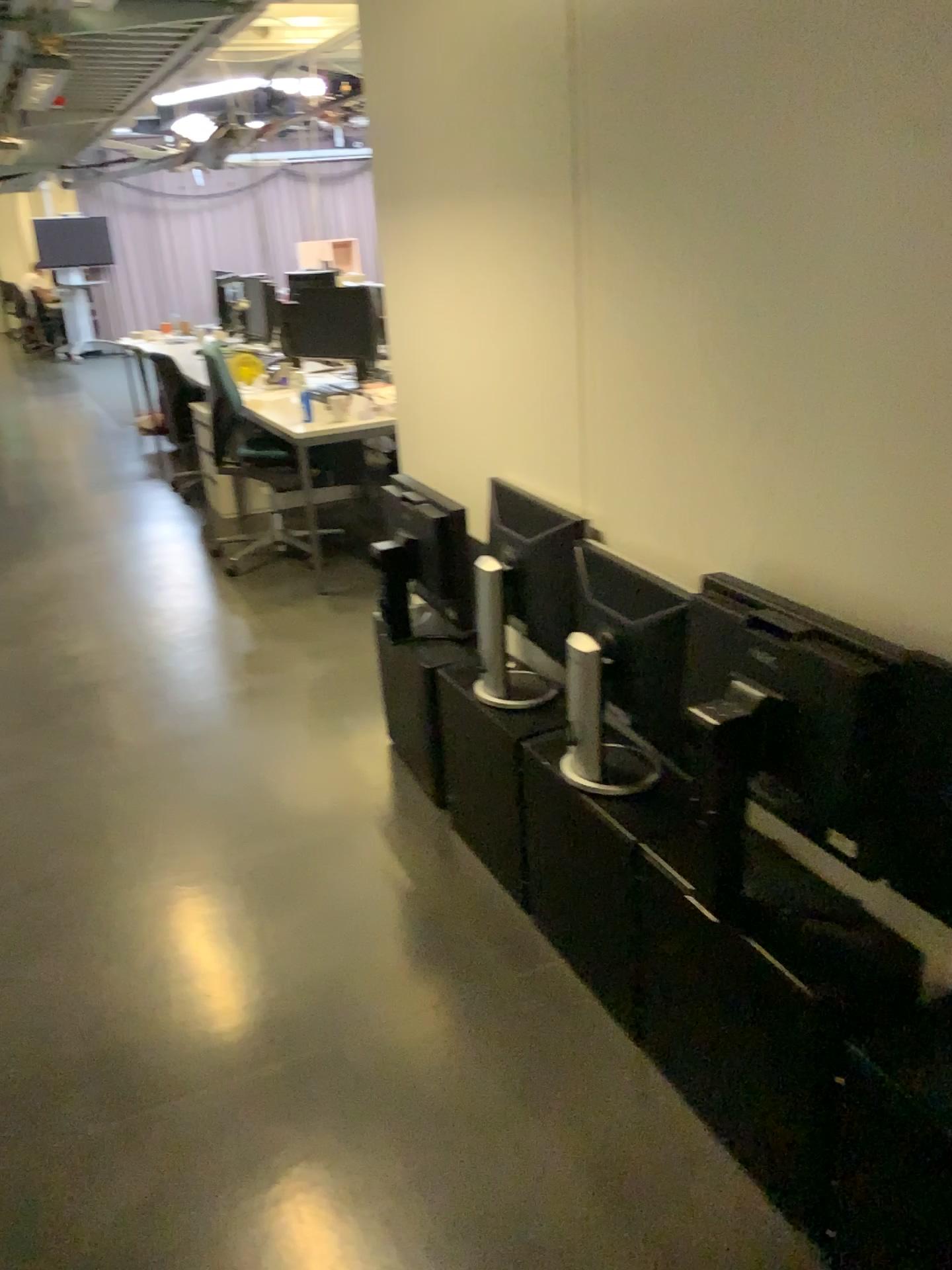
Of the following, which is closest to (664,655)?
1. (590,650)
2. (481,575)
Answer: (590,650)

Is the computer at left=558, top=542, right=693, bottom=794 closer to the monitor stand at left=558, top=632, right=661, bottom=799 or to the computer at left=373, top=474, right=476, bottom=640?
the monitor stand at left=558, top=632, right=661, bottom=799

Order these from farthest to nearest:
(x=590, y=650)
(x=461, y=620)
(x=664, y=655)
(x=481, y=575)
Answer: (x=461, y=620) < (x=481, y=575) < (x=590, y=650) < (x=664, y=655)

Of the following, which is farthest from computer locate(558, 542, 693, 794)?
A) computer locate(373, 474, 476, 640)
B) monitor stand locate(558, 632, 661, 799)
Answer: computer locate(373, 474, 476, 640)

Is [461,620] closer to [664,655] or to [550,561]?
[550,561]

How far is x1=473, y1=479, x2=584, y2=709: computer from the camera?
2.2 meters

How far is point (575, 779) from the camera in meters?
2.1 m

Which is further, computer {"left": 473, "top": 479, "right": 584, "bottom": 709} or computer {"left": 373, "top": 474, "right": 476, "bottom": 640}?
computer {"left": 373, "top": 474, "right": 476, "bottom": 640}

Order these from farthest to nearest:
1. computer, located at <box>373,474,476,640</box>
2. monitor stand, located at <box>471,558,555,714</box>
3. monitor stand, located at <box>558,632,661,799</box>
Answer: computer, located at <box>373,474,476,640</box>, monitor stand, located at <box>471,558,555,714</box>, monitor stand, located at <box>558,632,661,799</box>
